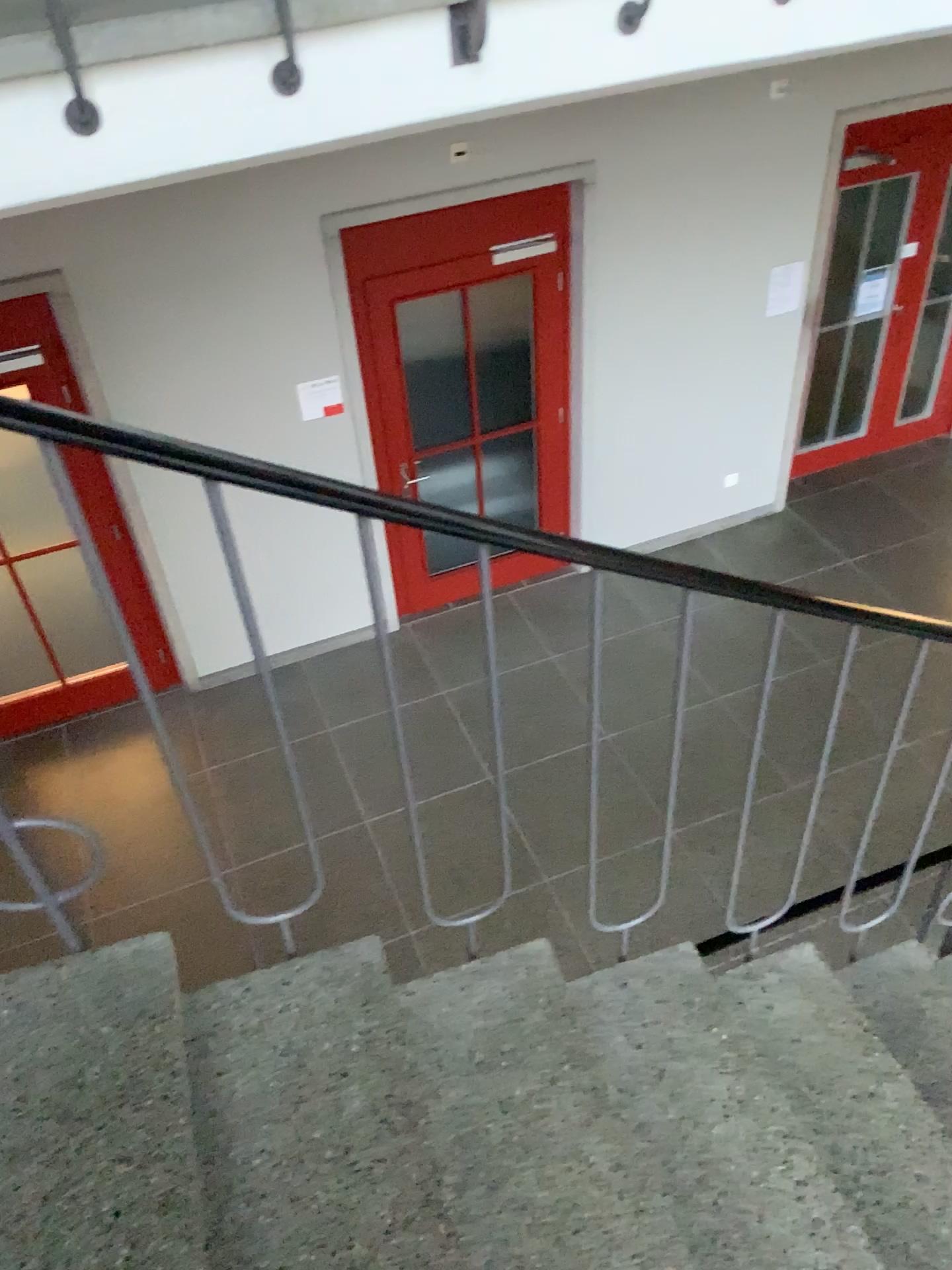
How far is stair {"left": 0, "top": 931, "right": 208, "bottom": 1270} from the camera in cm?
122

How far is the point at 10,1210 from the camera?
1.2 meters

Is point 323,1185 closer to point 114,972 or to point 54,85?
point 114,972
